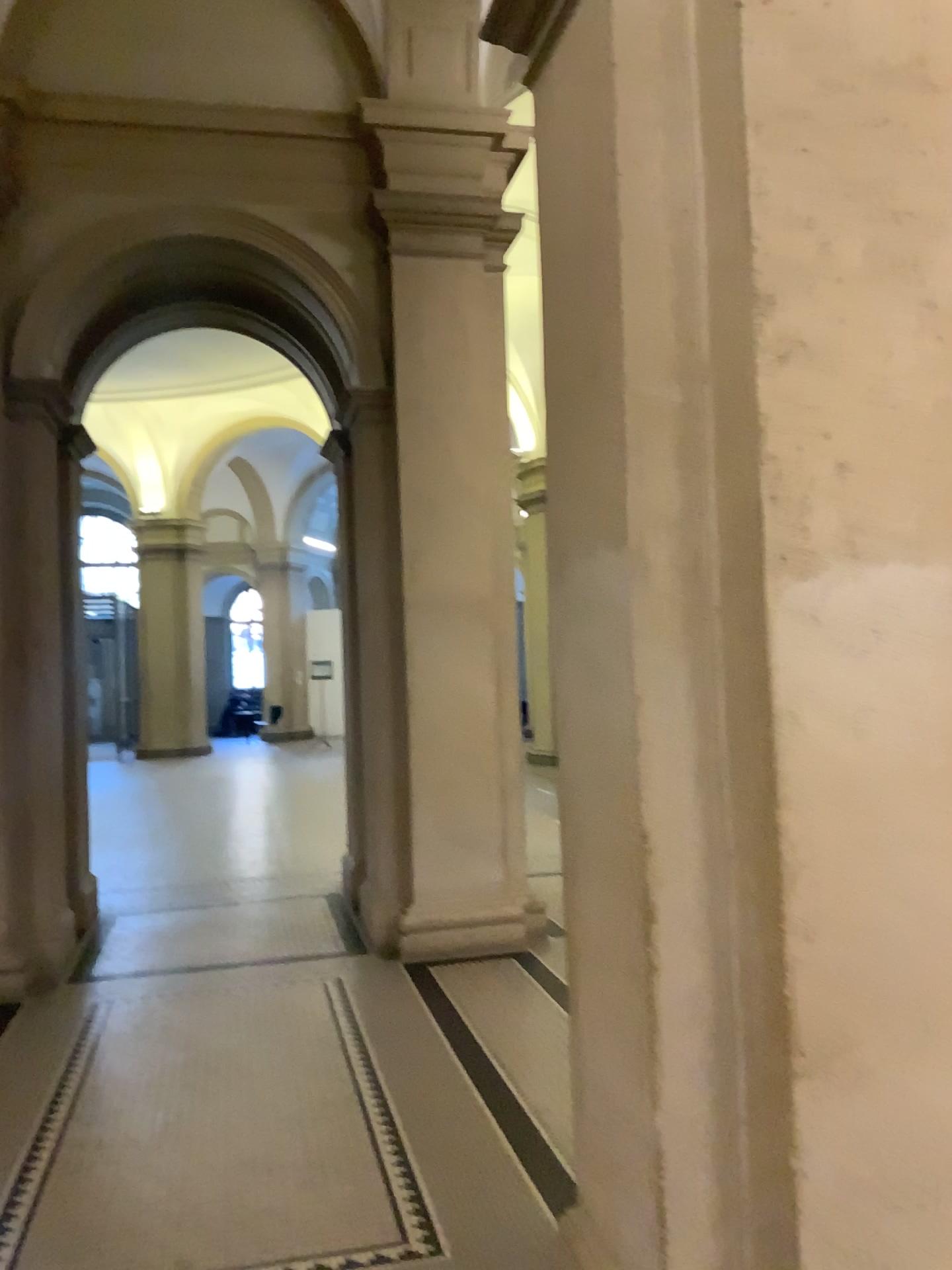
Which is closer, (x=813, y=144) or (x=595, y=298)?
(x=813, y=144)

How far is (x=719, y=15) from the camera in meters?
2.0 m

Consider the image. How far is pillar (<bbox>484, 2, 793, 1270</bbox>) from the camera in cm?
202
